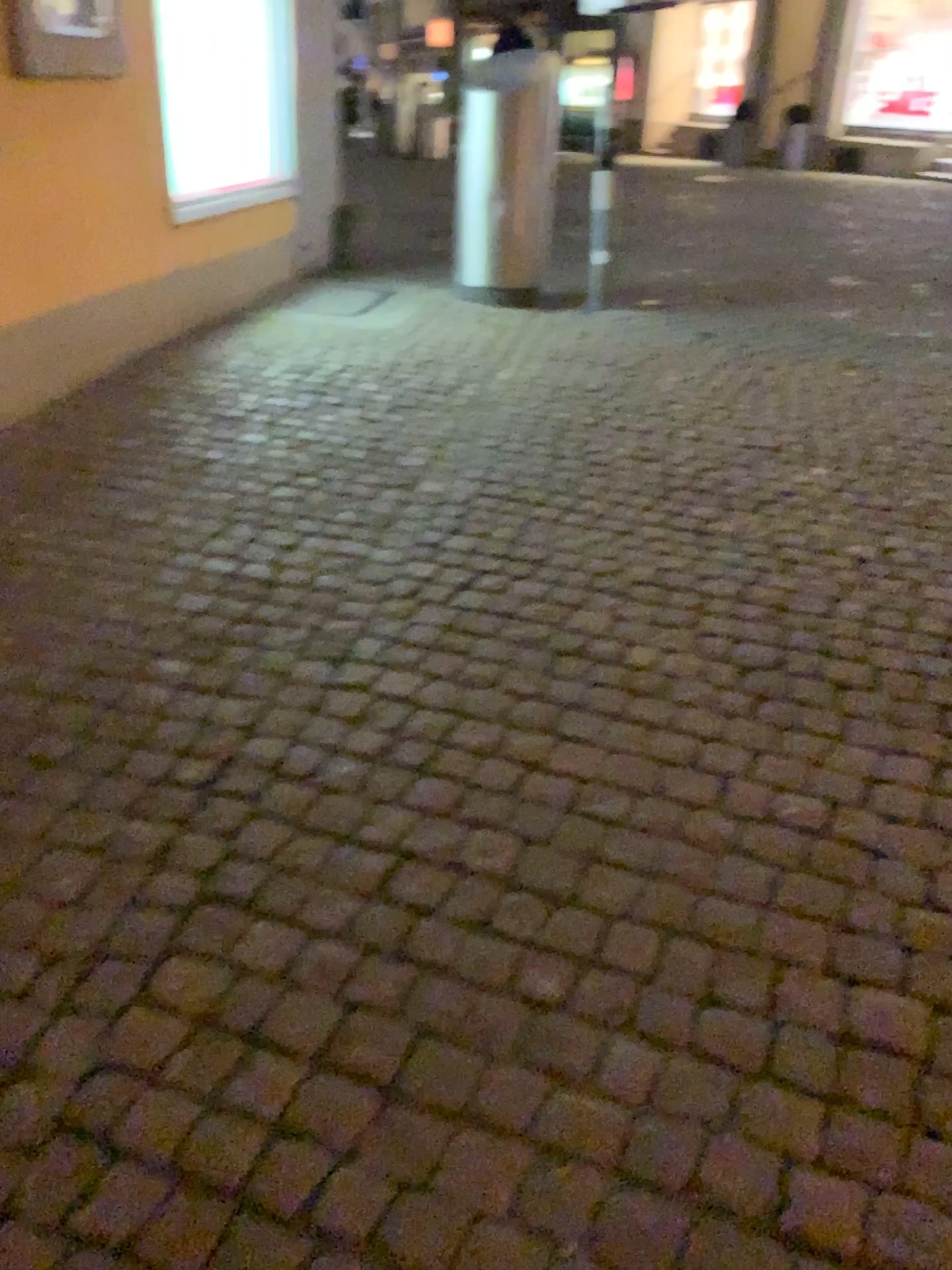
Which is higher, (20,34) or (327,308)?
(20,34)

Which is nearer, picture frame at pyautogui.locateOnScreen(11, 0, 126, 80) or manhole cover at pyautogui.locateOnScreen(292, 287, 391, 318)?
picture frame at pyautogui.locateOnScreen(11, 0, 126, 80)

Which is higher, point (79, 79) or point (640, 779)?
point (79, 79)

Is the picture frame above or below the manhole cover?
above

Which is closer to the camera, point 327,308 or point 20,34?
point 20,34
